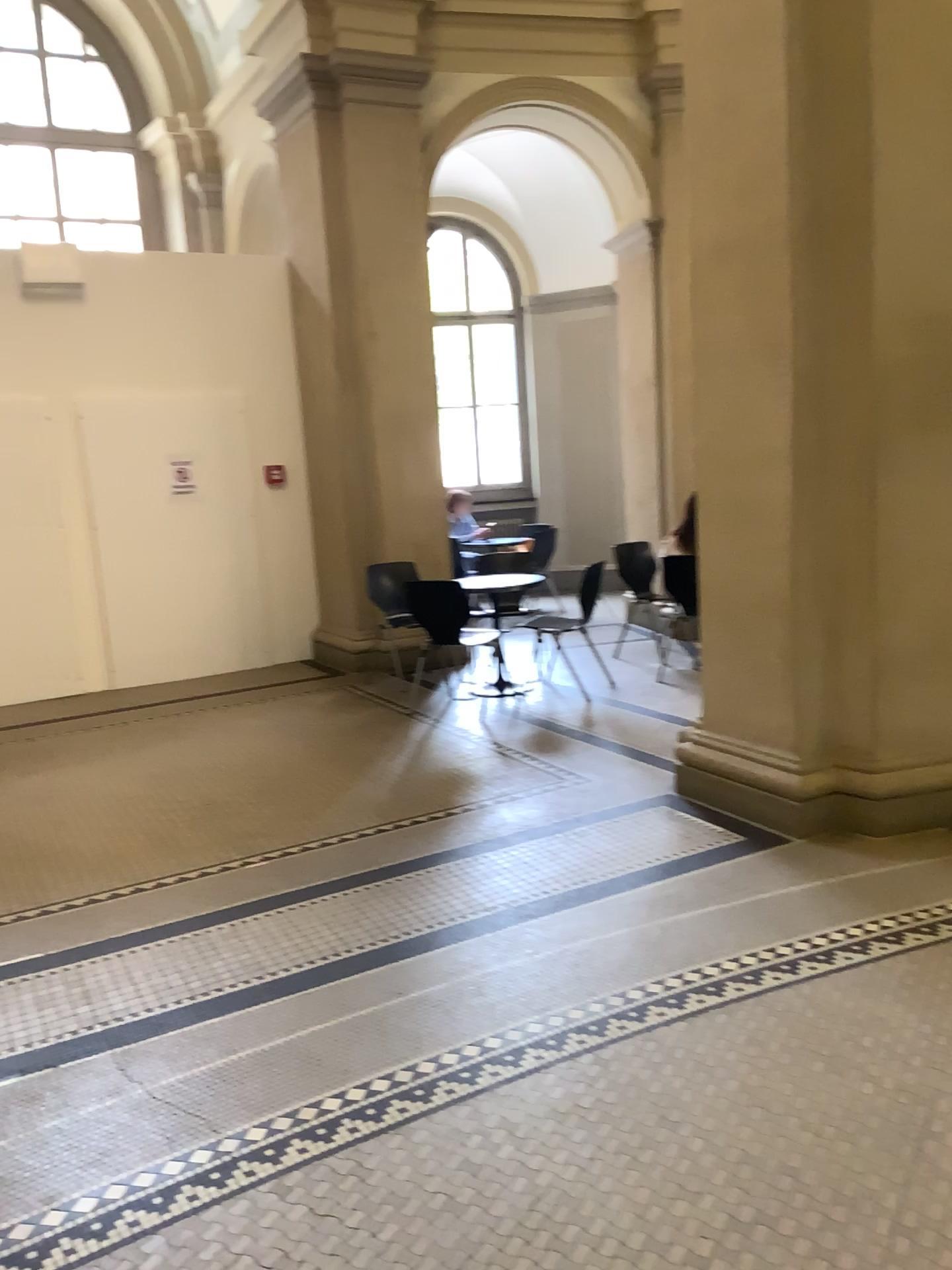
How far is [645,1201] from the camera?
2.1 meters
